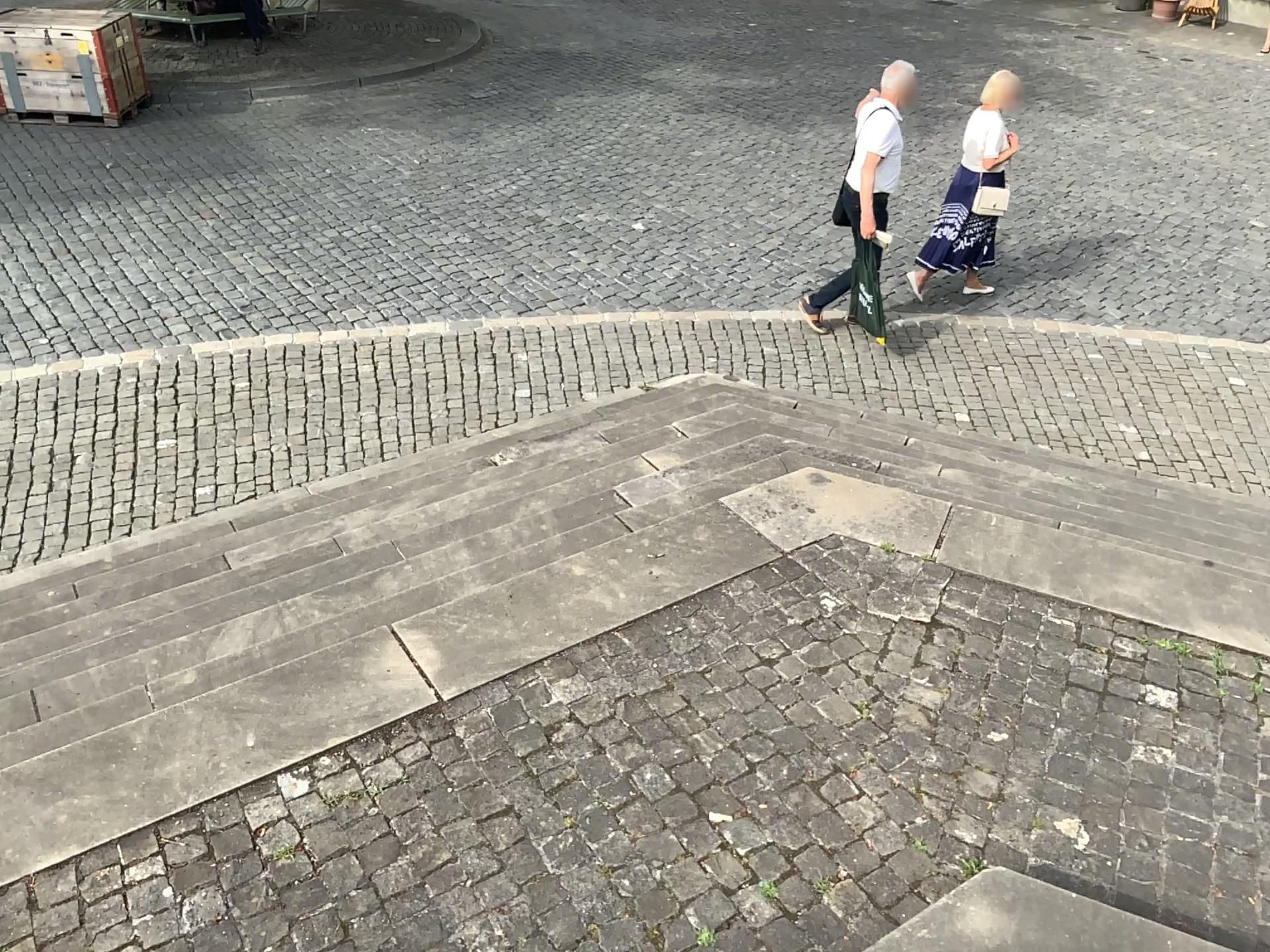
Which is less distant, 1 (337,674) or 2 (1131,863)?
2 (1131,863)
